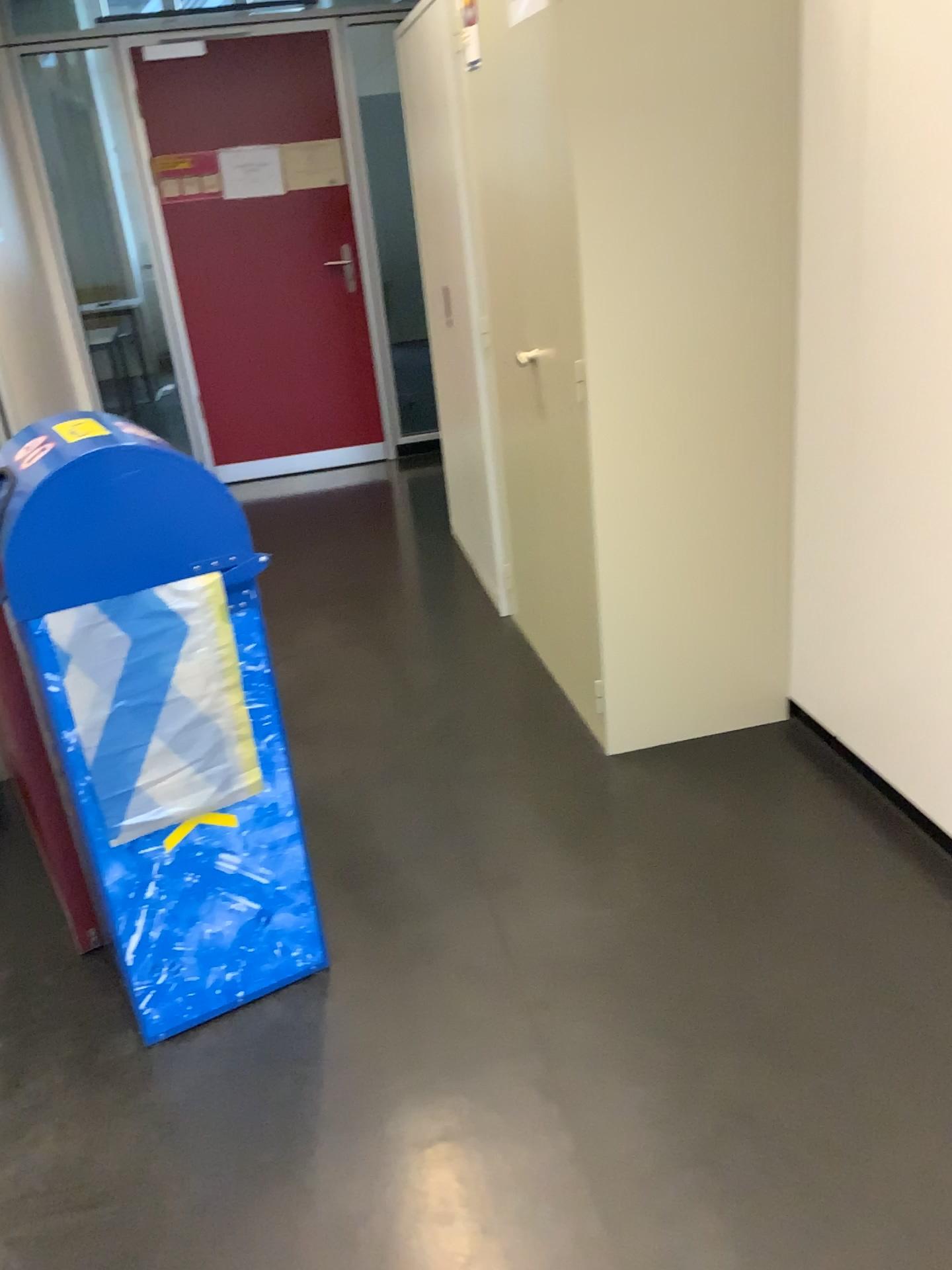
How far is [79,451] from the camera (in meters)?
1.62

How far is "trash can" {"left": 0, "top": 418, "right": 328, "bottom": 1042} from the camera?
1.6m

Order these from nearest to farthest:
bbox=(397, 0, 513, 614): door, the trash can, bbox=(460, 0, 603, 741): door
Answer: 1. the trash can
2. bbox=(460, 0, 603, 741): door
3. bbox=(397, 0, 513, 614): door

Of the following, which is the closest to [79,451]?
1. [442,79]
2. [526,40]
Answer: [526,40]

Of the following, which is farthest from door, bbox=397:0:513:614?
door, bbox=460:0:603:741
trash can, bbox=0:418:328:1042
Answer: trash can, bbox=0:418:328:1042

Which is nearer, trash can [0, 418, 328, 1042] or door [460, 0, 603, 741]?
trash can [0, 418, 328, 1042]

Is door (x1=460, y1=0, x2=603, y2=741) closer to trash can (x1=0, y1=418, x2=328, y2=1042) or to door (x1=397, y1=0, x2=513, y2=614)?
door (x1=397, y1=0, x2=513, y2=614)

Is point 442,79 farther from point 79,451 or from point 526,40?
point 79,451

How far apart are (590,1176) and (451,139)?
2.82m
